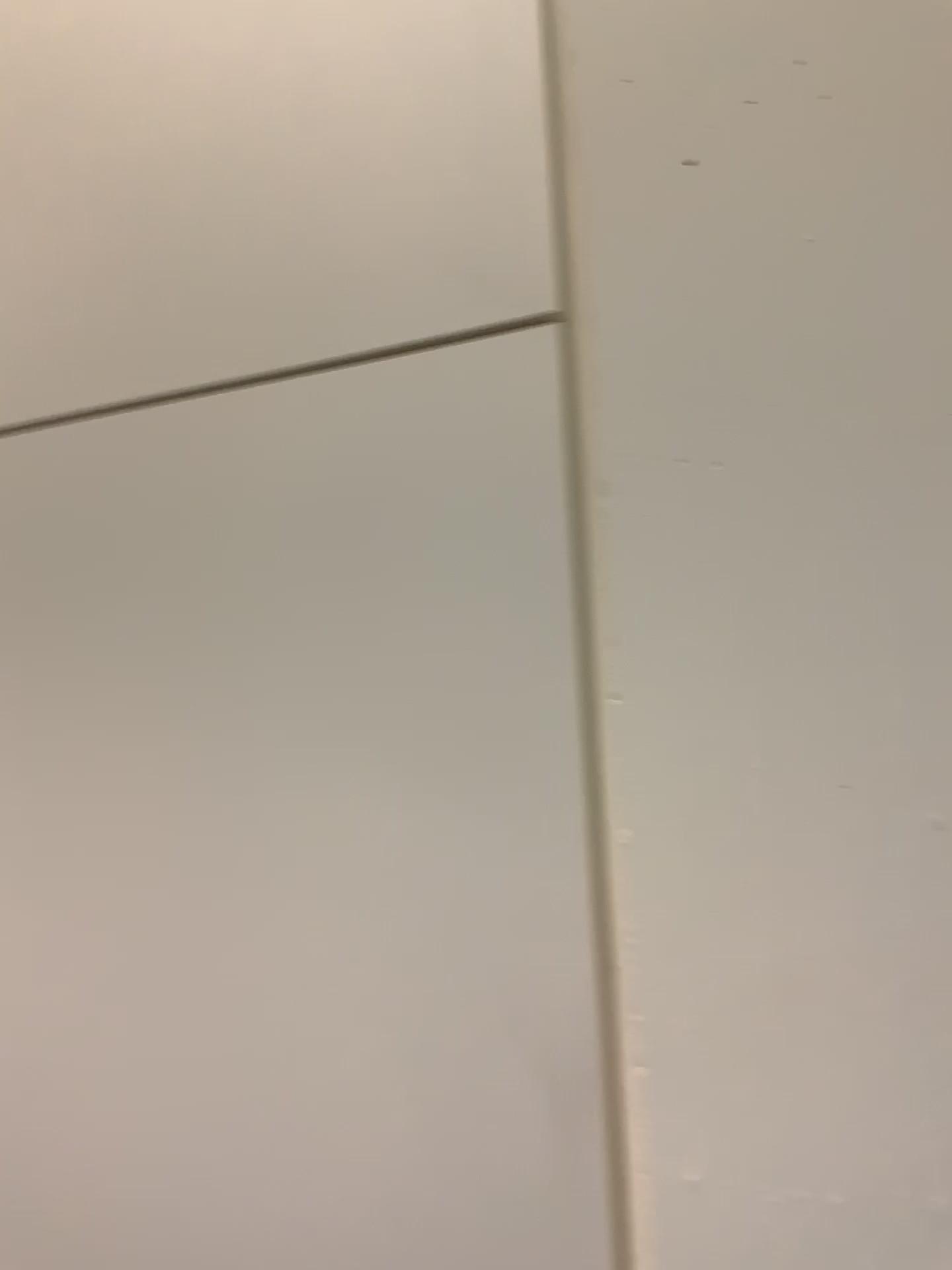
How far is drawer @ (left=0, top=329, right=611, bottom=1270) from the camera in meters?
0.8 m

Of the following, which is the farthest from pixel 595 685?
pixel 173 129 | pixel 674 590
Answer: pixel 173 129

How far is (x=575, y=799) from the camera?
0.8m

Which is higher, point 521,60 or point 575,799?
point 521,60

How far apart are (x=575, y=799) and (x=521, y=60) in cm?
66

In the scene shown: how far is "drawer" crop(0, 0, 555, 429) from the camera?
1.0 meters
